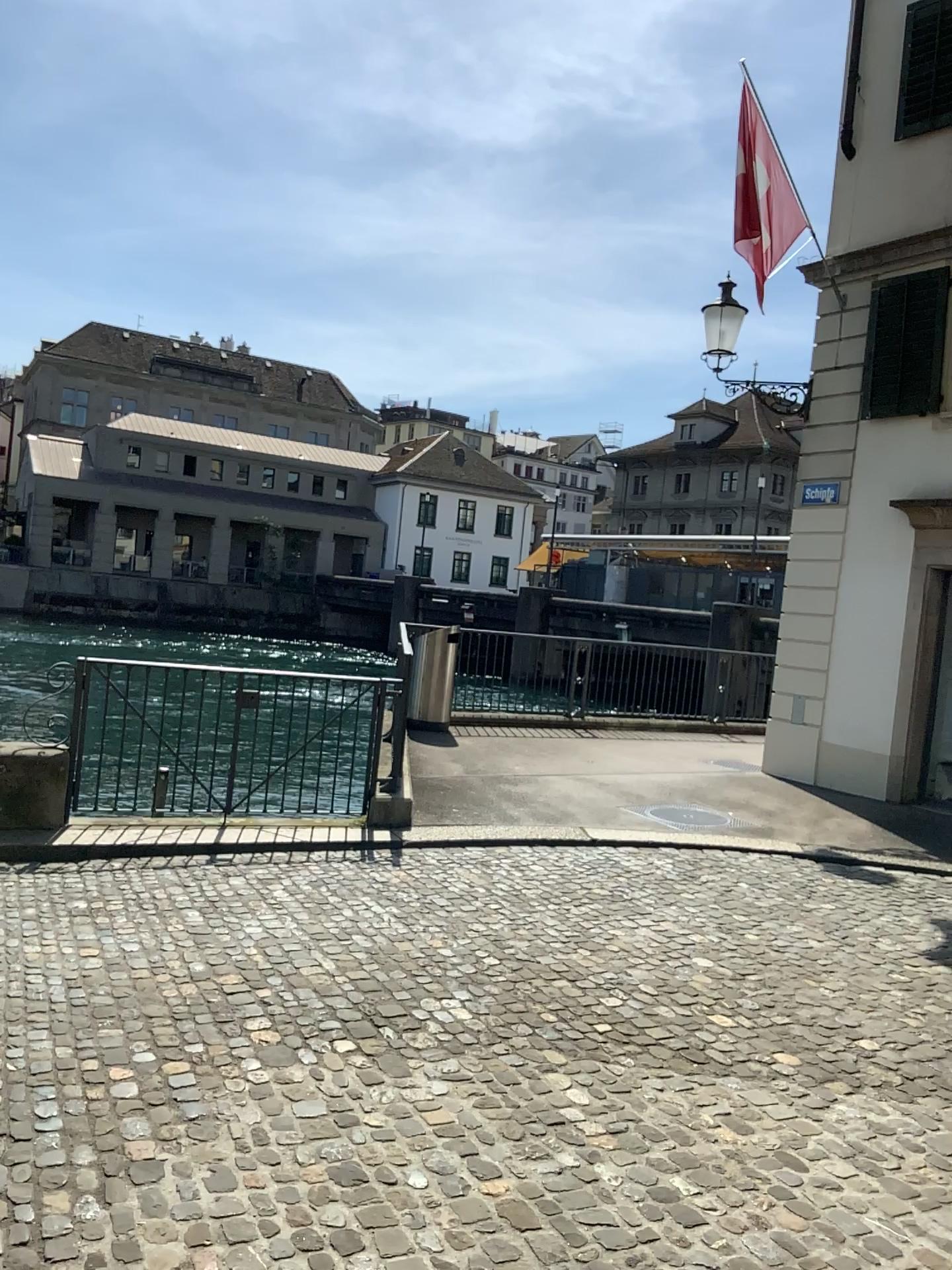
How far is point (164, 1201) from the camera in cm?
260
